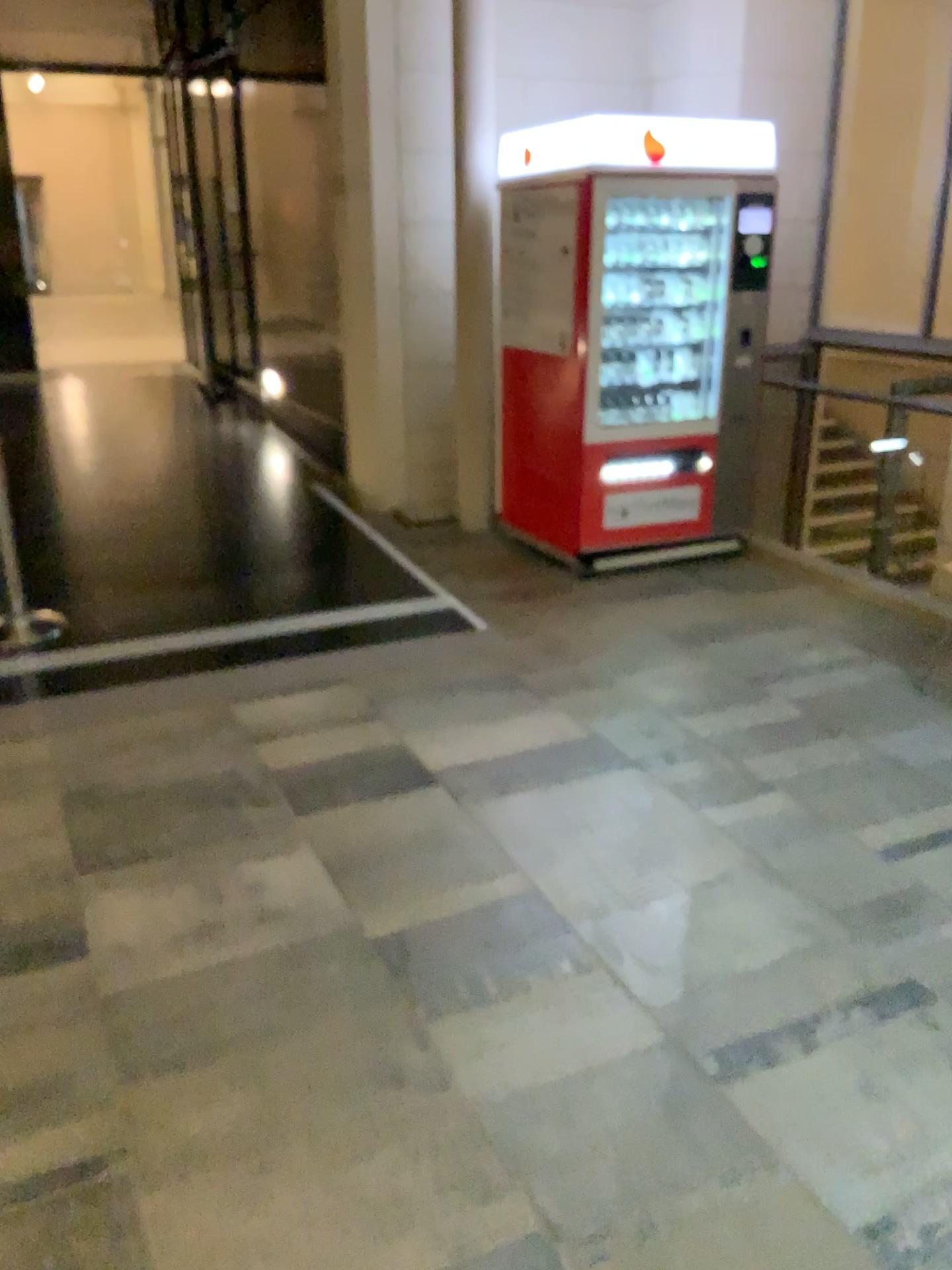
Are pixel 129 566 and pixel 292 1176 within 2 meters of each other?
no
